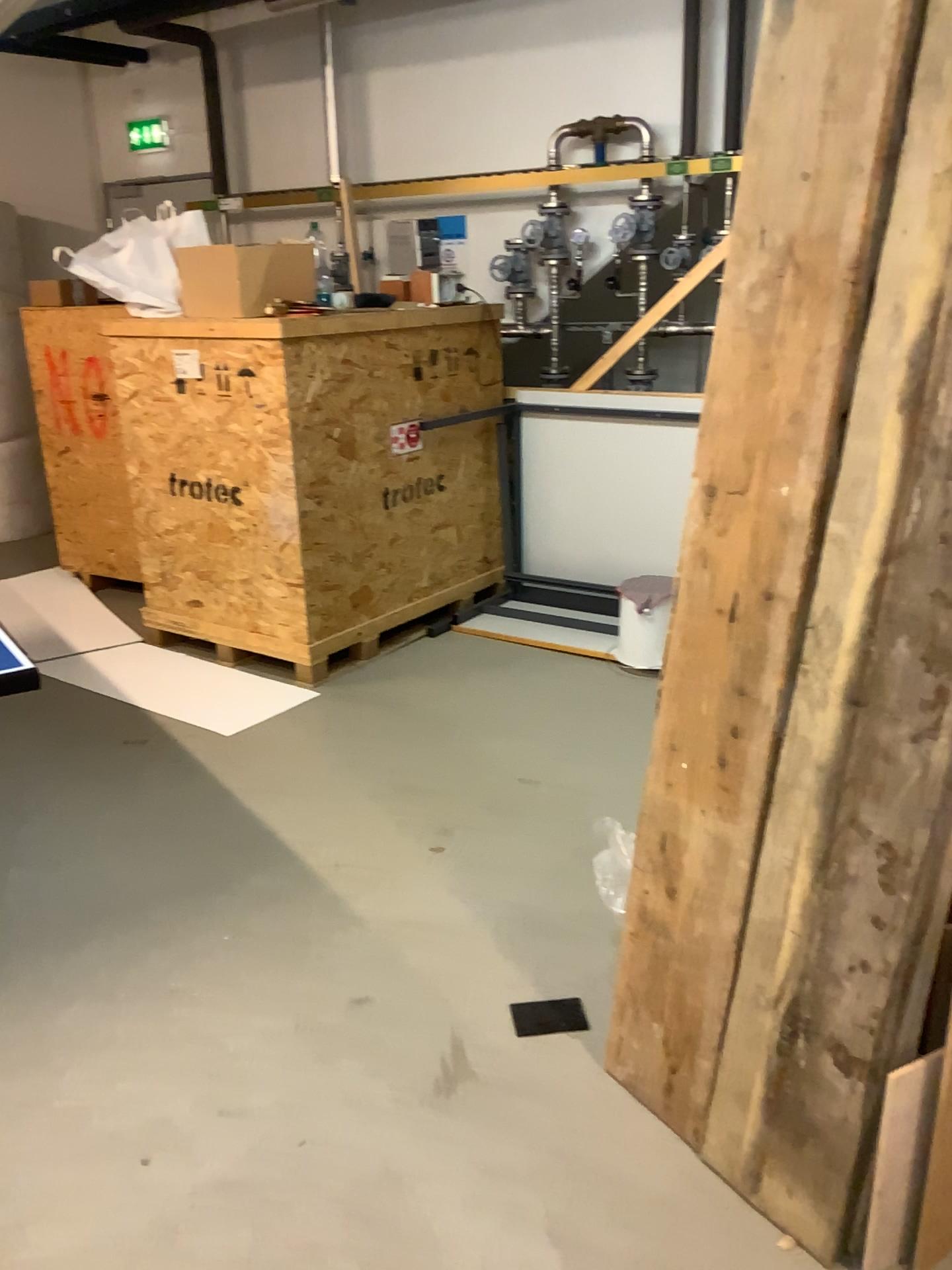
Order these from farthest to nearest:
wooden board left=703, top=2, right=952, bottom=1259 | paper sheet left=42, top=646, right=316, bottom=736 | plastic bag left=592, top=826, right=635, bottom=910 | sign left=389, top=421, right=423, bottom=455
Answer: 1. sign left=389, top=421, right=423, bottom=455
2. paper sheet left=42, top=646, right=316, bottom=736
3. plastic bag left=592, top=826, right=635, bottom=910
4. wooden board left=703, top=2, right=952, bottom=1259

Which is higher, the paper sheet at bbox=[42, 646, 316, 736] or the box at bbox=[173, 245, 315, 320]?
the box at bbox=[173, 245, 315, 320]

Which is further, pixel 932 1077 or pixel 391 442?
pixel 391 442

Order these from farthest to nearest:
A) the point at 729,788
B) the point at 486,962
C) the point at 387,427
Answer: the point at 387,427 < the point at 486,962 < the point at 729,788

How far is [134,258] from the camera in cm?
406

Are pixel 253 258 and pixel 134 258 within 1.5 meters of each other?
yes

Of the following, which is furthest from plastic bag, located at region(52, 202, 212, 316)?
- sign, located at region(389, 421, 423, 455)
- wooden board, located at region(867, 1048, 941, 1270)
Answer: wooden board, located at region(867, 1048, 941, 1270)

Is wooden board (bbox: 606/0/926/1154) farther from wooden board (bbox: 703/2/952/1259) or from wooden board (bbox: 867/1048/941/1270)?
wooden board (bbox: 867/1048/941/1270)

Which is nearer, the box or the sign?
the box

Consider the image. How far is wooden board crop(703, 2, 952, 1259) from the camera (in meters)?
1.43
